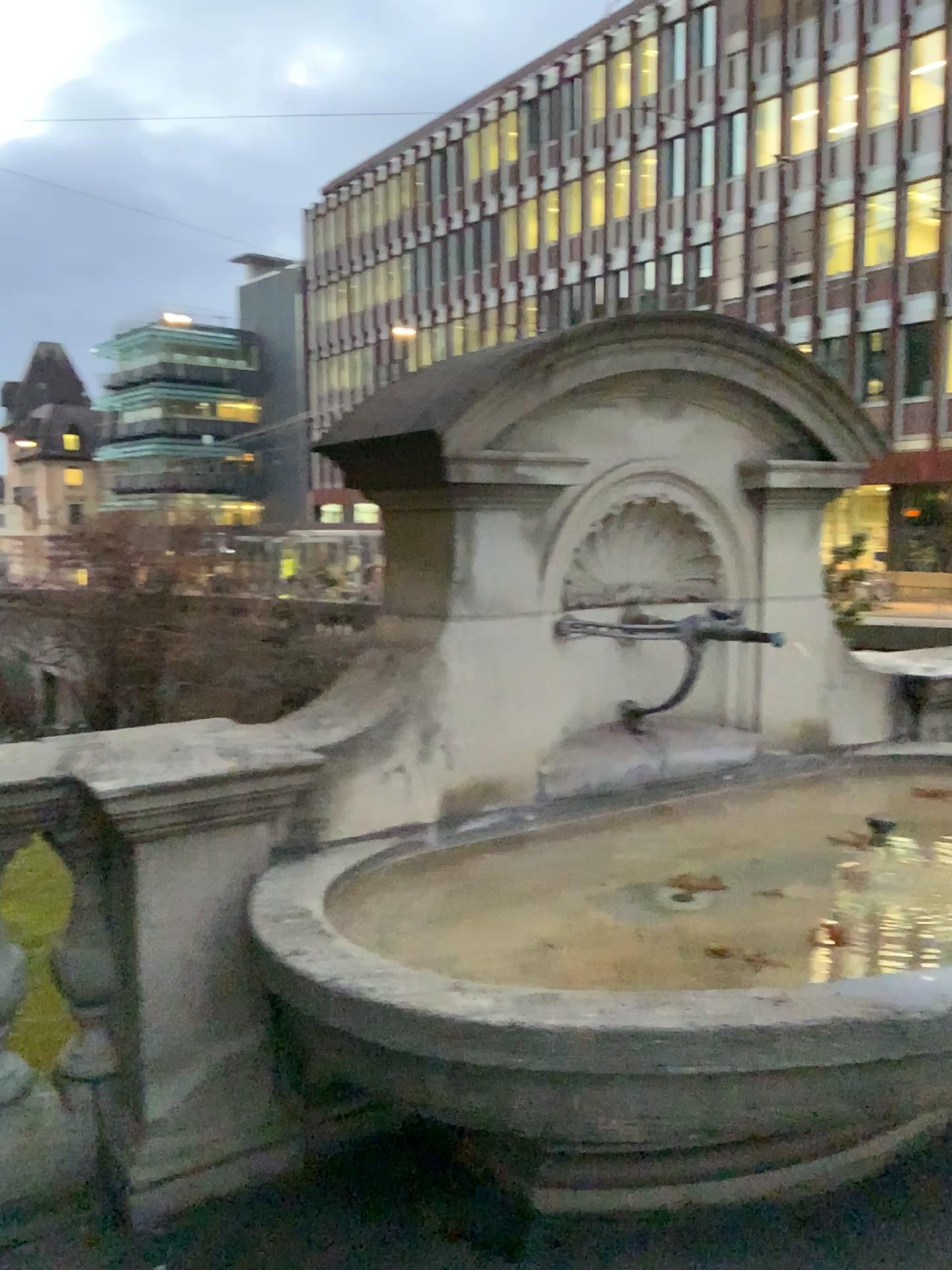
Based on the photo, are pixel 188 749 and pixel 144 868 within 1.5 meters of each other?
yes
